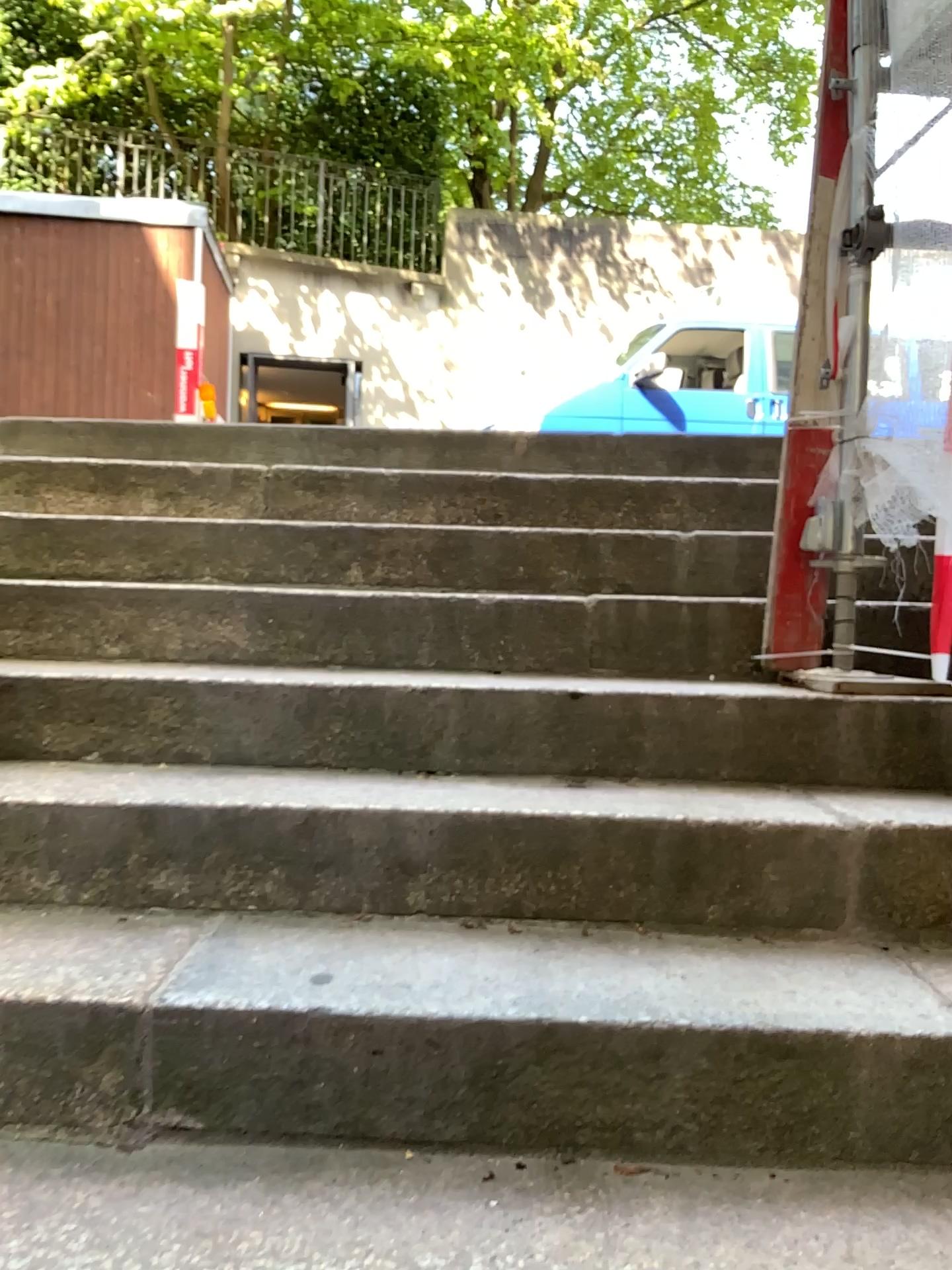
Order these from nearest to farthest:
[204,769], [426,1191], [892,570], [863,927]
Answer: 1. [426,1191]
2. [863,927]
3. [204,769]
4. [892,570]
